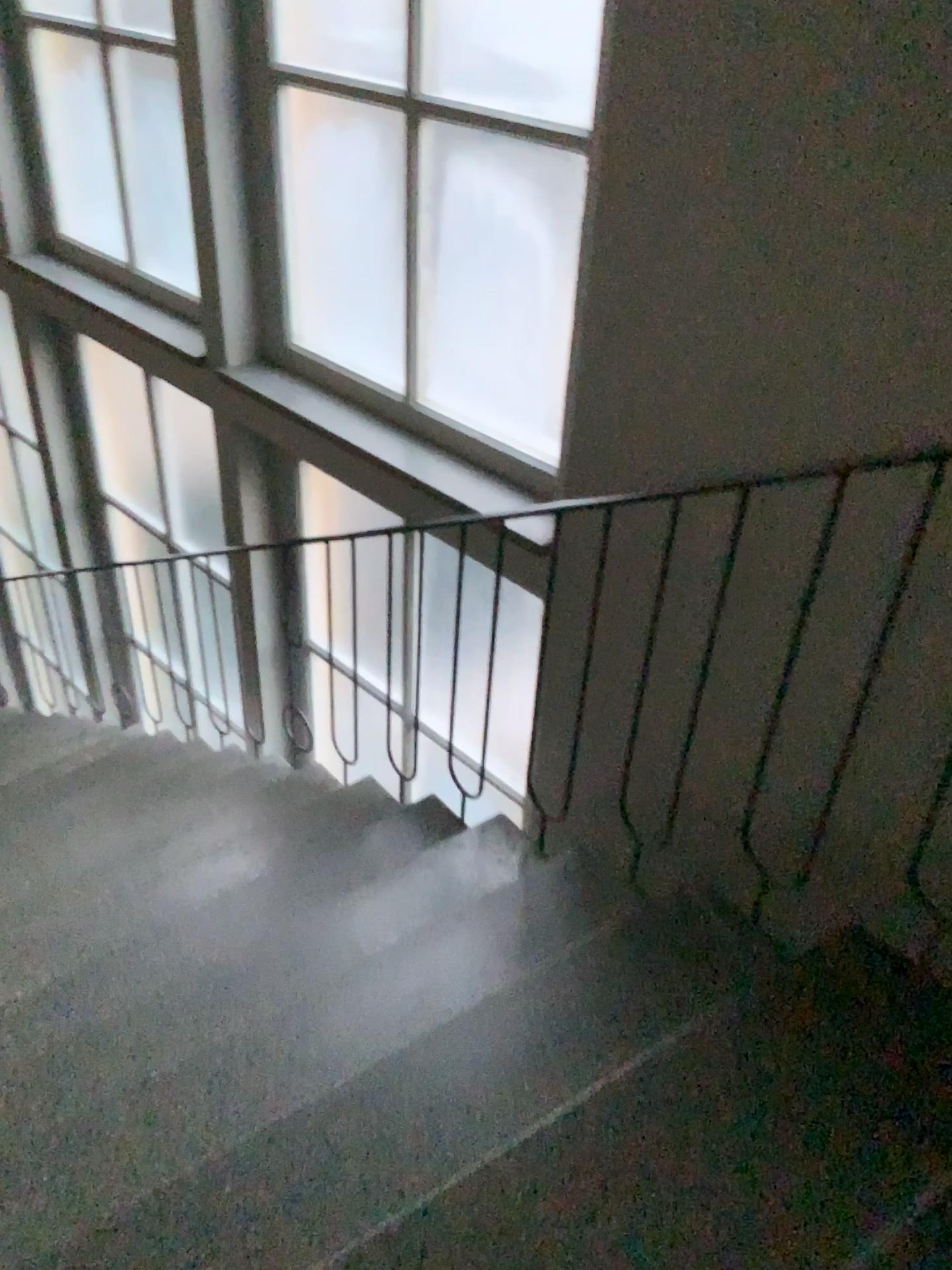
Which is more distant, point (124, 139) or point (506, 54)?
point (124, 139)

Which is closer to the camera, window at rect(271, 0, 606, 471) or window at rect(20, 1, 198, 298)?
window at rect(271, 0, 606, 471)

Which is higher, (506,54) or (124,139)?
(506,54)

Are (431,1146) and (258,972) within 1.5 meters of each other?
yes
